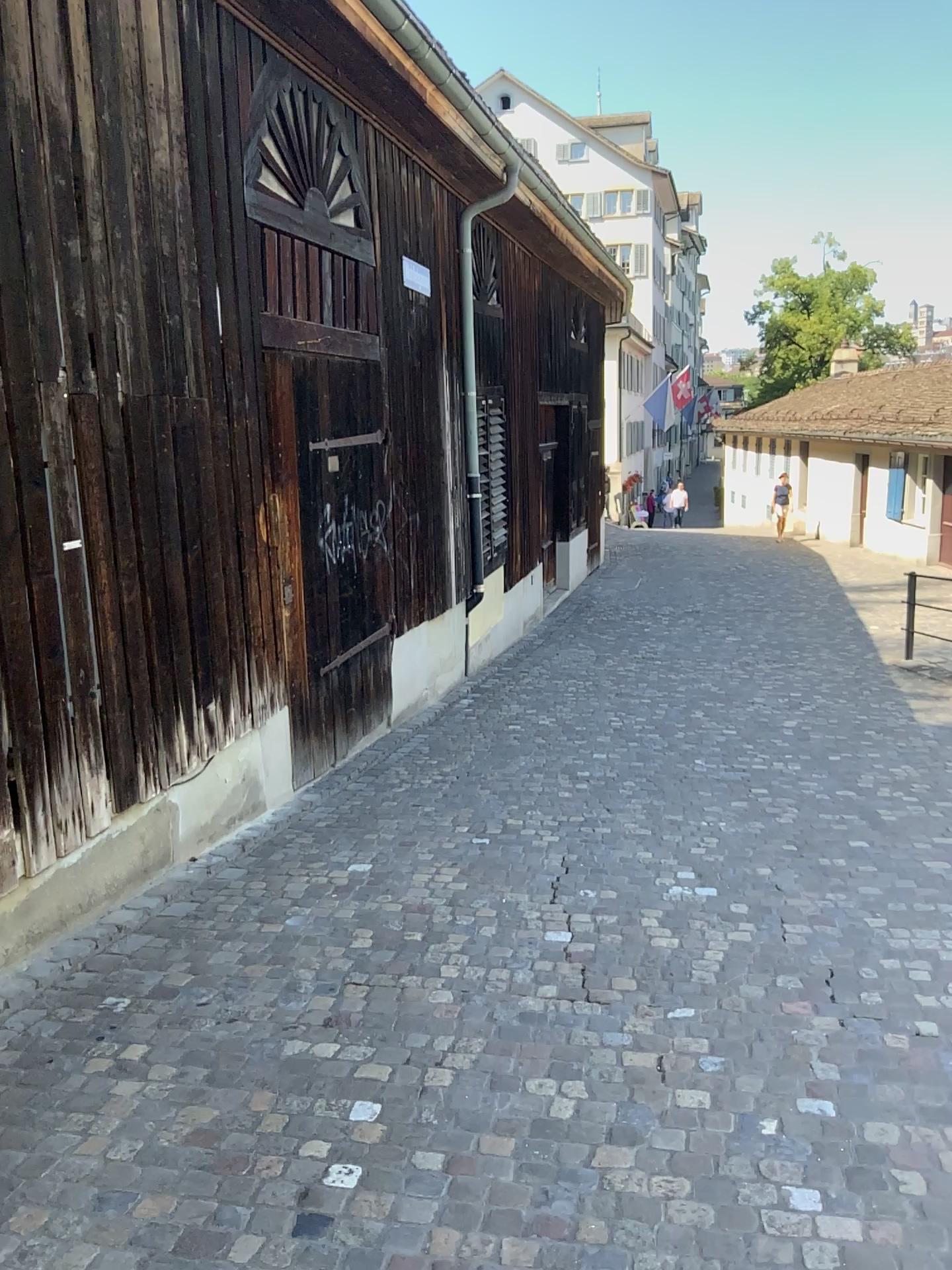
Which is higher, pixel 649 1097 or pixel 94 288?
pixel 94 288
